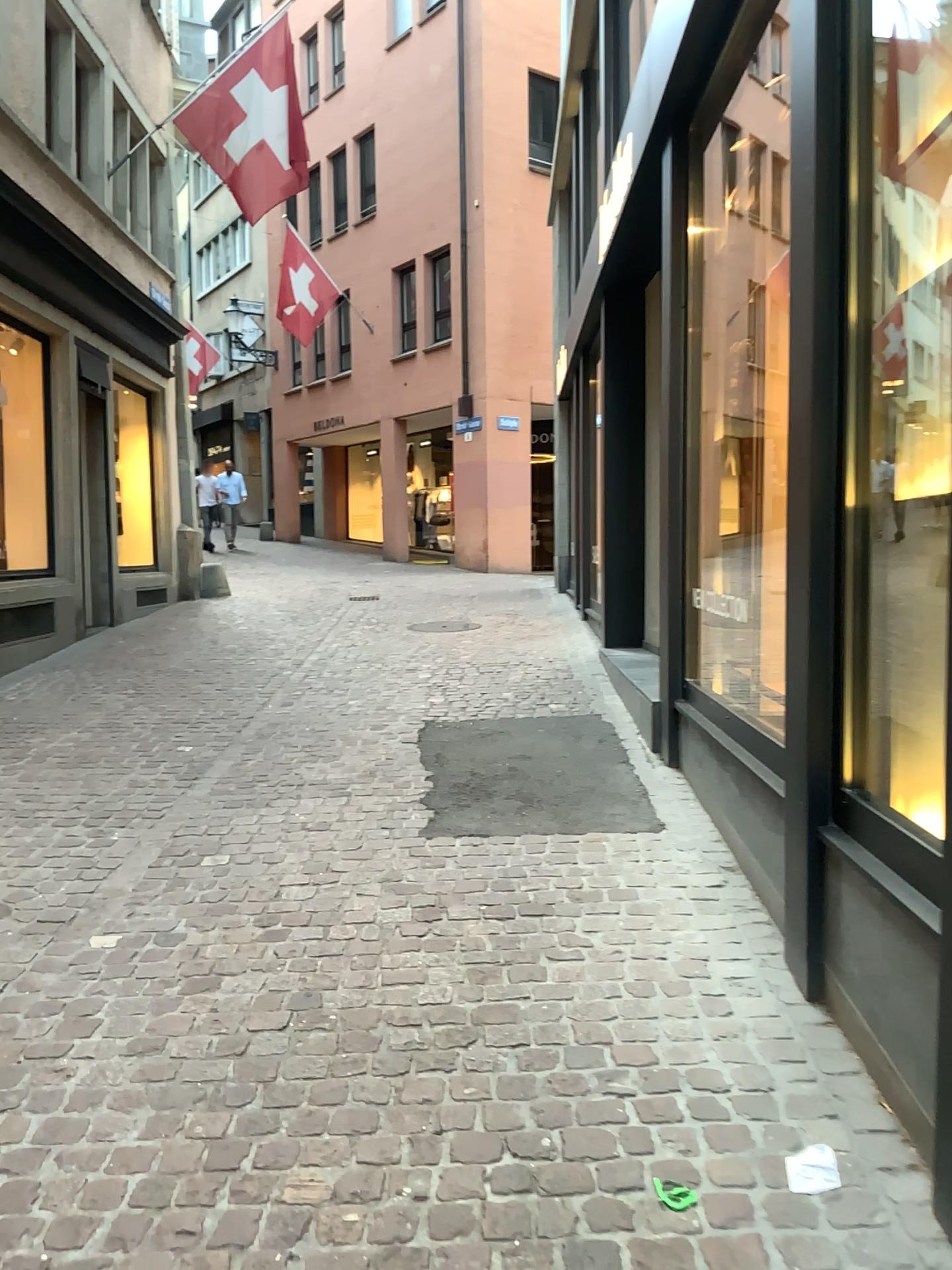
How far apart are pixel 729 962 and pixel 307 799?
2.1 meters
